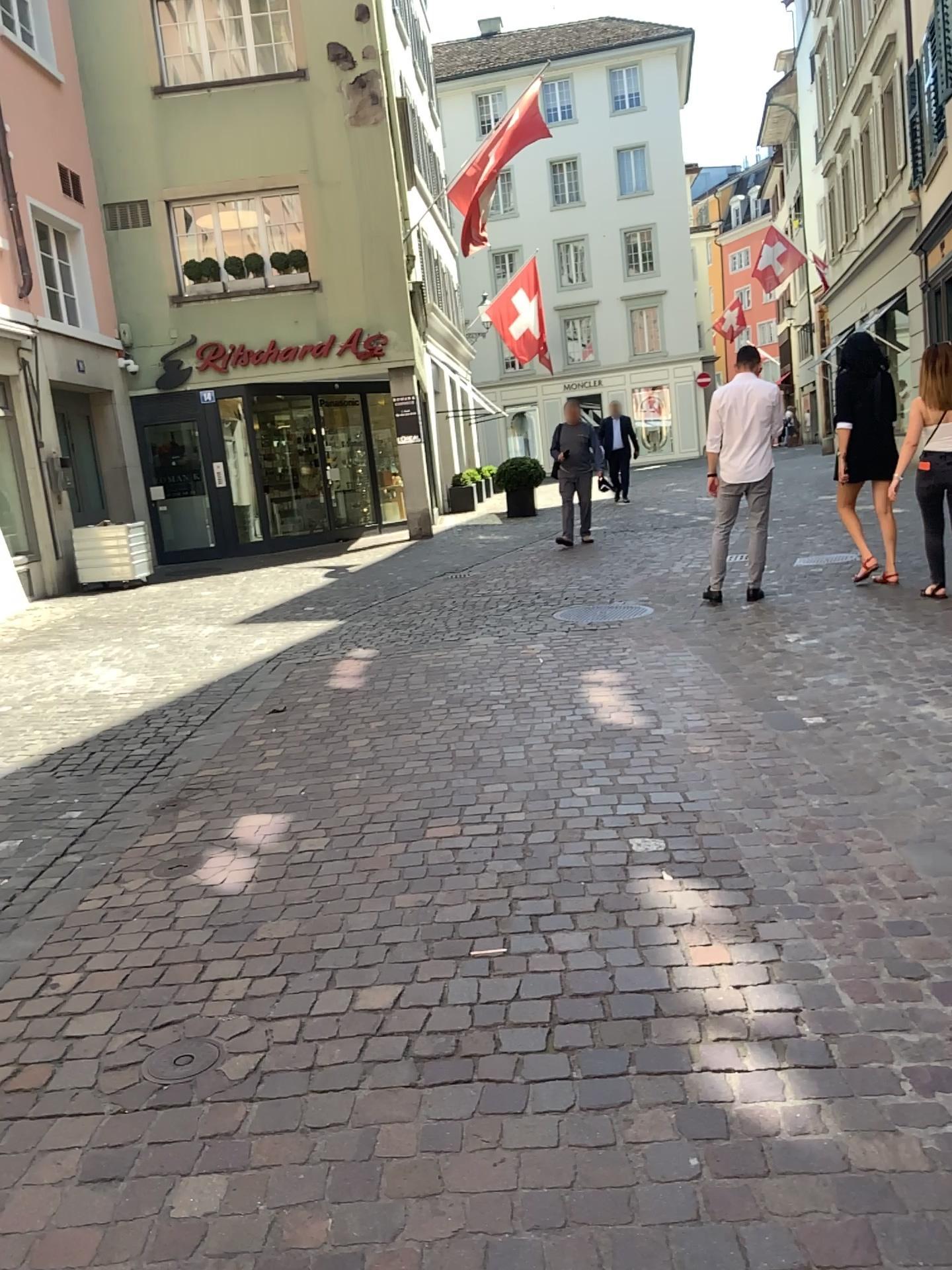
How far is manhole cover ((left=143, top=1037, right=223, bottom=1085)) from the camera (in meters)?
2.32

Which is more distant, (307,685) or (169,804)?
(307,685)

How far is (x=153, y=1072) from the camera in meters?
2.3
